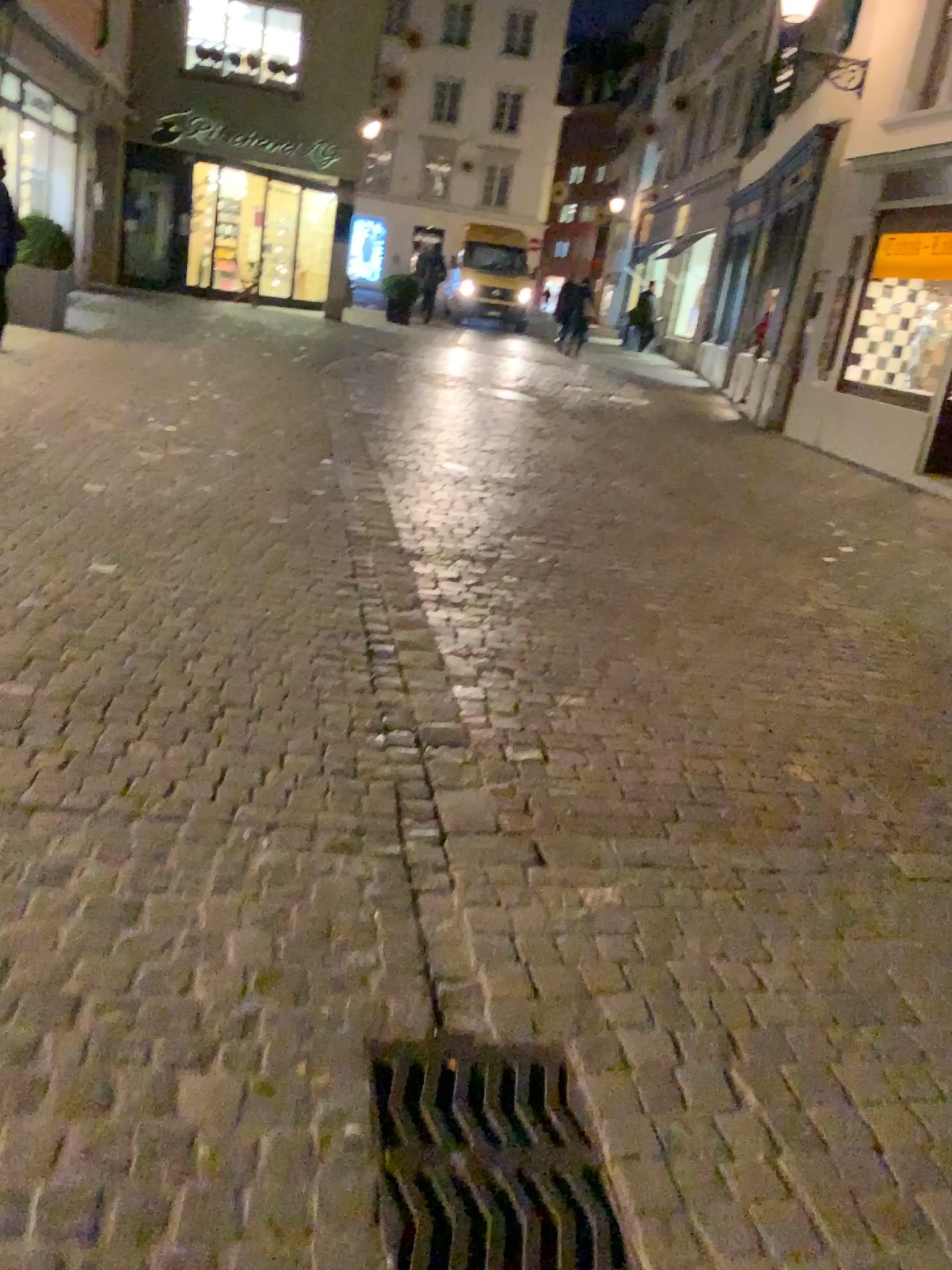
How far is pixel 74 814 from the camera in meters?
2.4 m

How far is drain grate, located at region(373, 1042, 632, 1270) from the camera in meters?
1.6 m

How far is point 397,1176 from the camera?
1.6 meters
